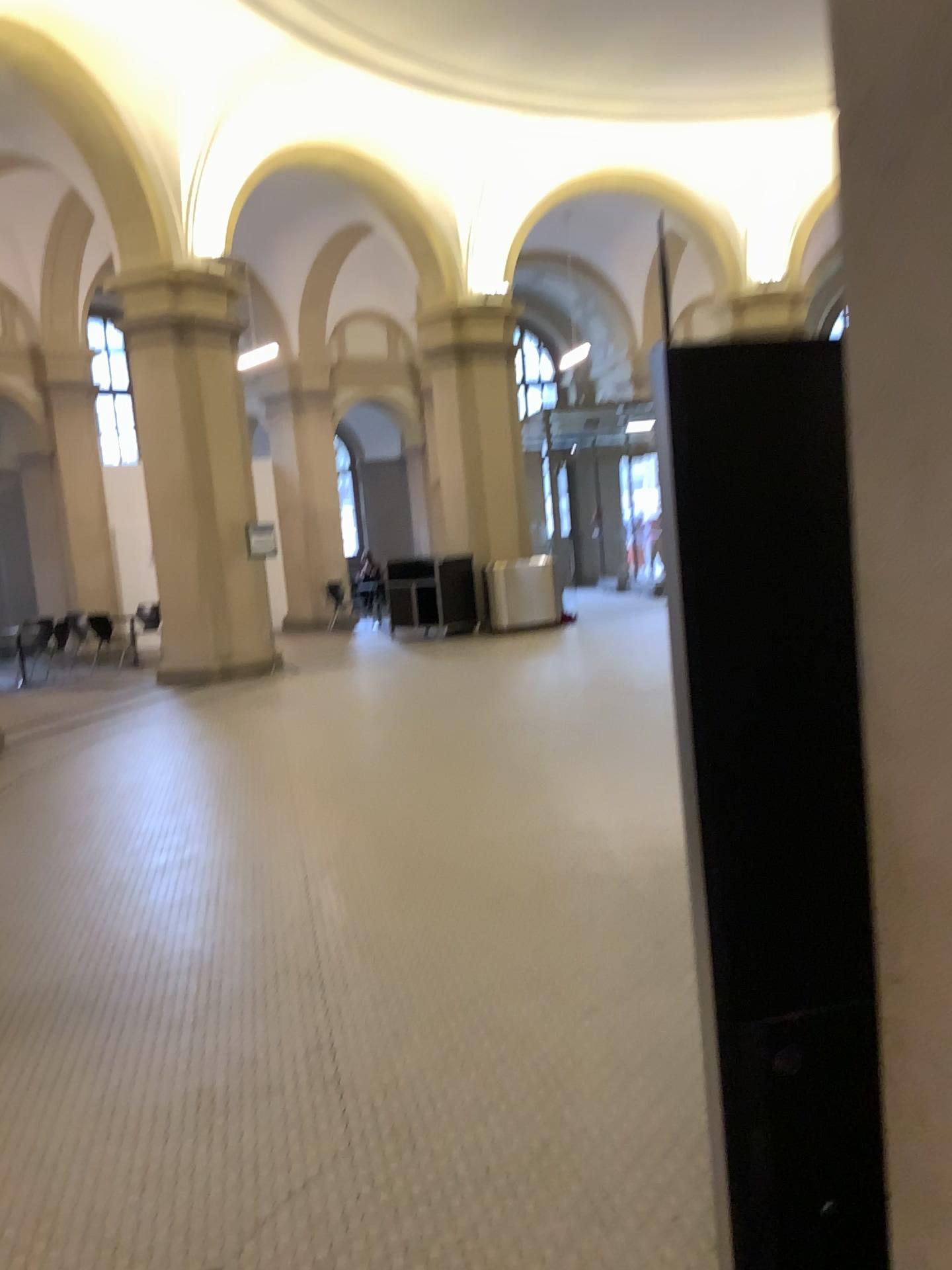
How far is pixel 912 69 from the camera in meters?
1.0

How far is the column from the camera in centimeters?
95cm

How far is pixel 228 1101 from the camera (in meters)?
2.94
